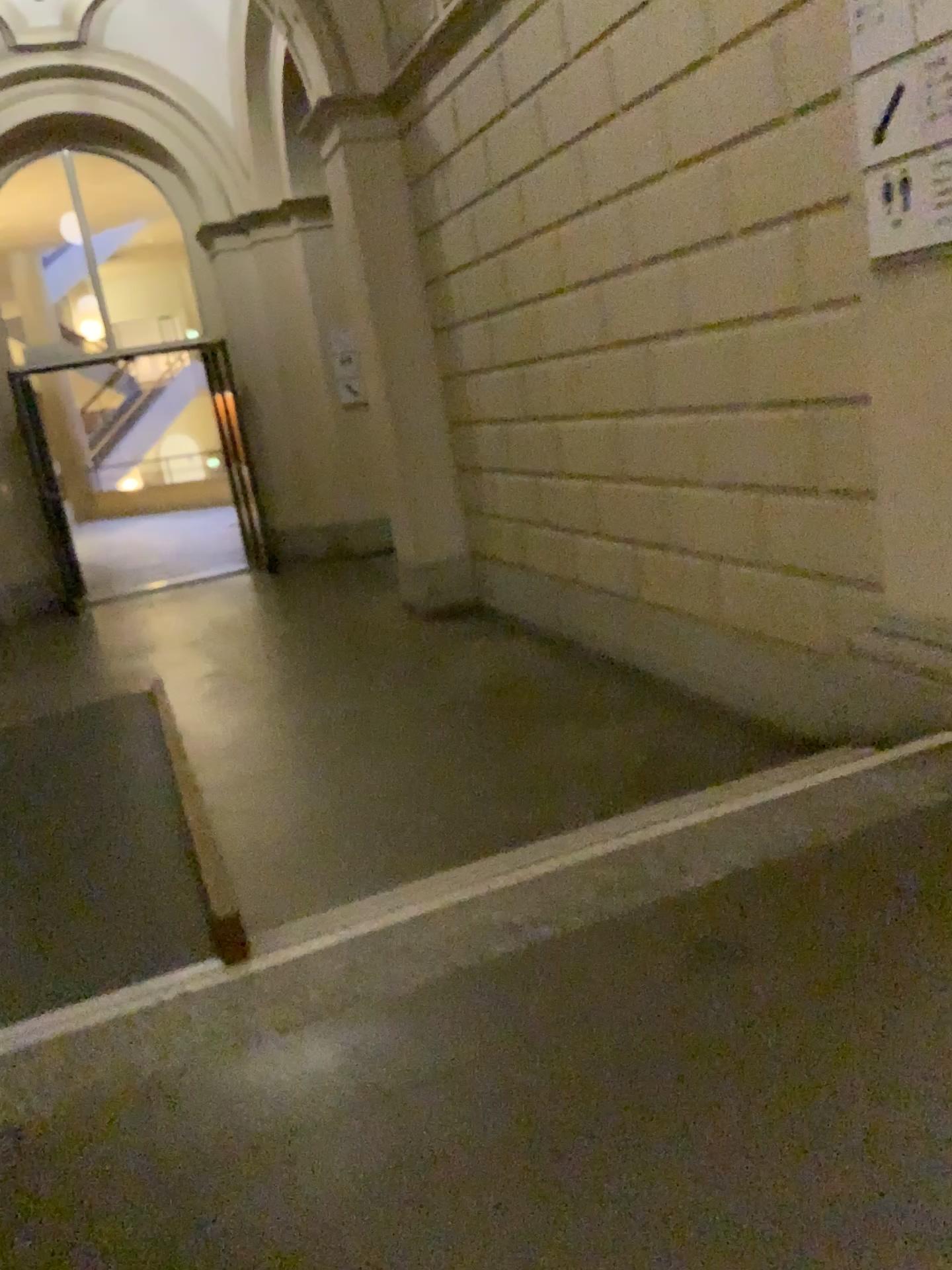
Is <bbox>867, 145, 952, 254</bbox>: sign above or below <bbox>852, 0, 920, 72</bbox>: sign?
below

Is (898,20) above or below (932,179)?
above

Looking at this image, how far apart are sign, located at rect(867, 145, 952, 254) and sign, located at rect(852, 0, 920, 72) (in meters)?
0.25

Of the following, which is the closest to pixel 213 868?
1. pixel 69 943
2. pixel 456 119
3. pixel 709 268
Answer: pixel 69 943

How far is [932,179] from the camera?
2.5 meters

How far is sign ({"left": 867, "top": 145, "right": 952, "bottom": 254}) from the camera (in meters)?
2.45

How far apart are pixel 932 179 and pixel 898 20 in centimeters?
38cm

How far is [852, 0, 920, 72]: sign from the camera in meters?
2.5 m
